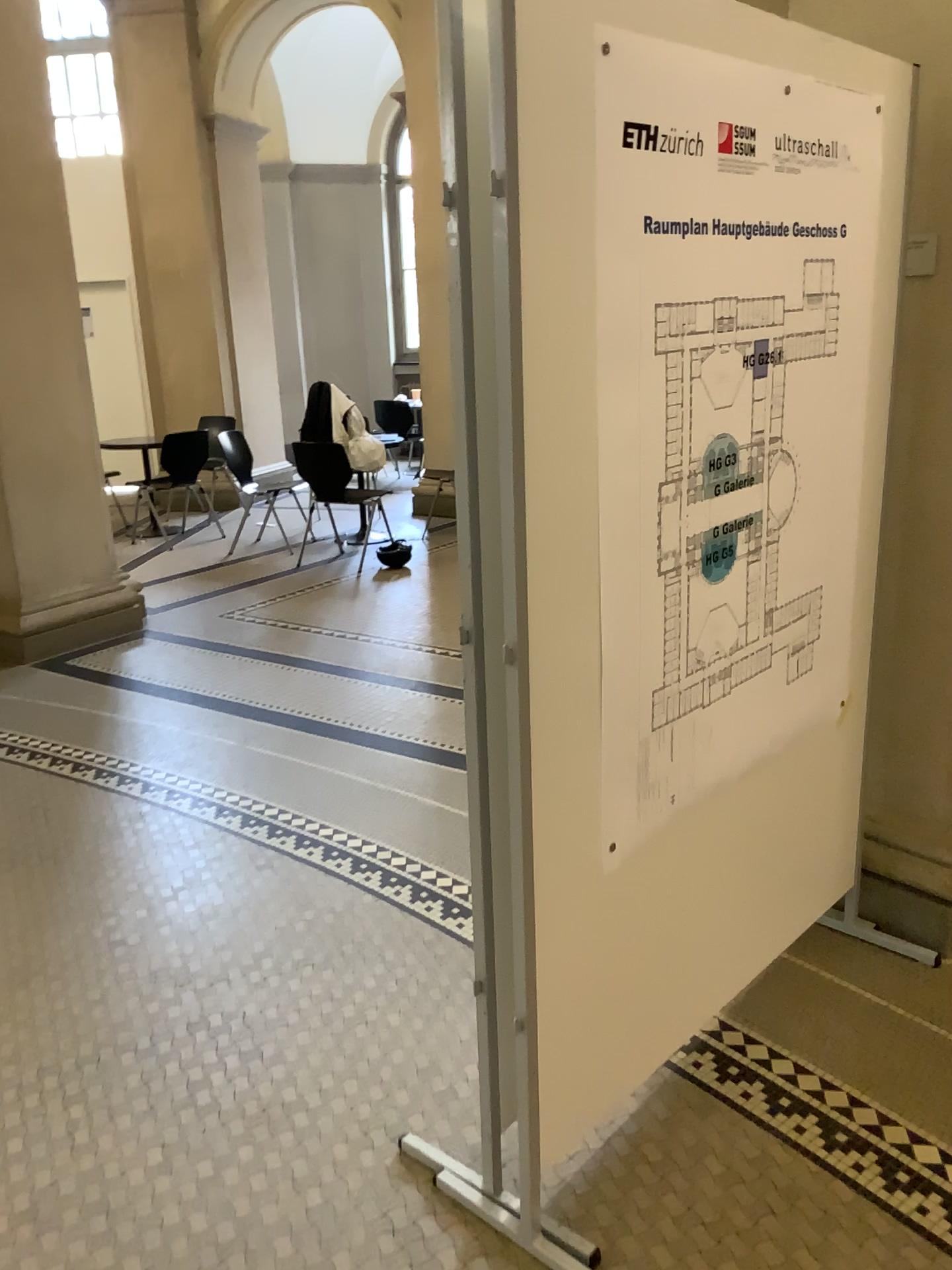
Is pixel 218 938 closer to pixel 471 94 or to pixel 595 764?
pixel 595 764
